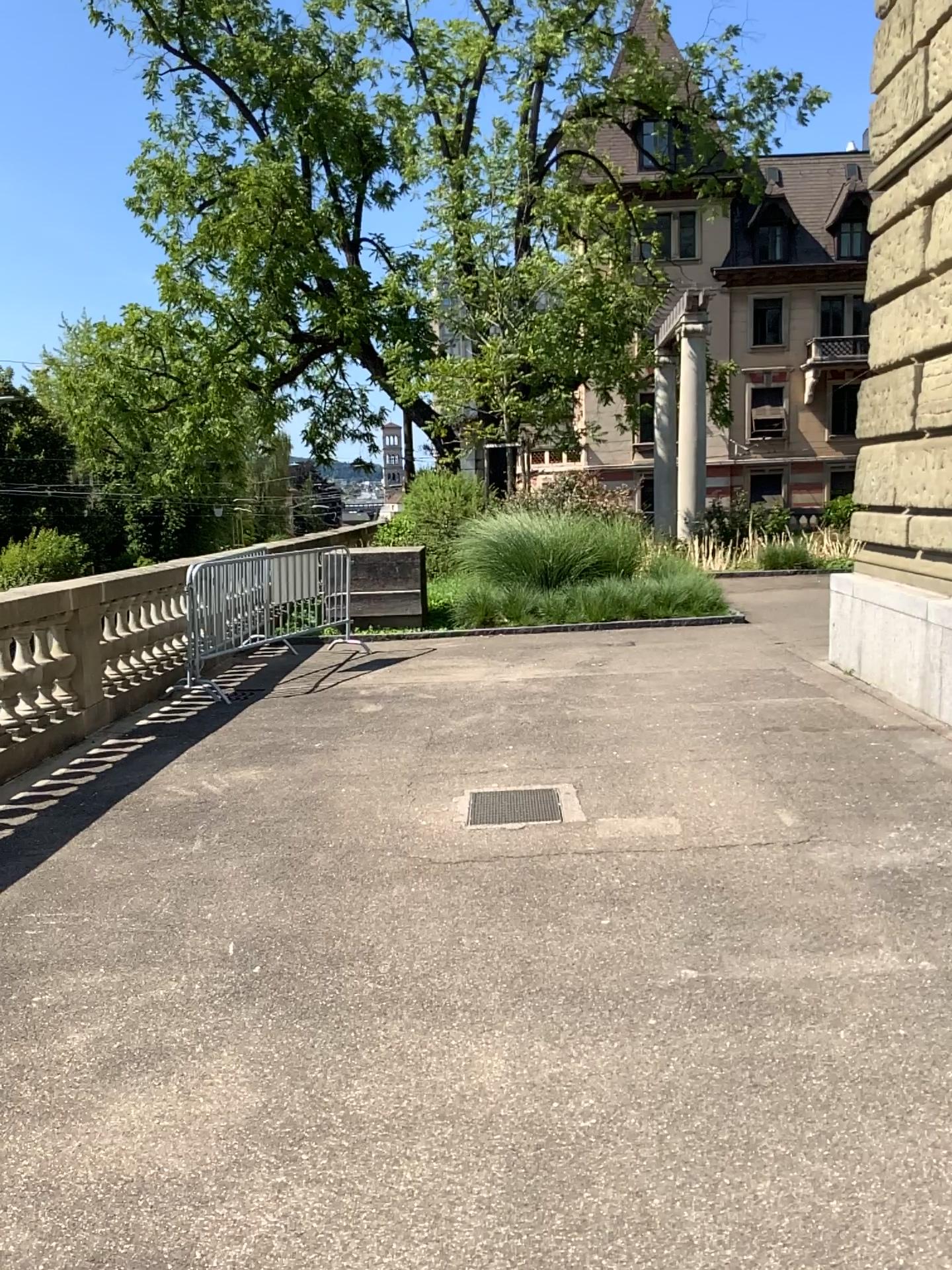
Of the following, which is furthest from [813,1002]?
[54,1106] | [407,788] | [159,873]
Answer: [407,788]
